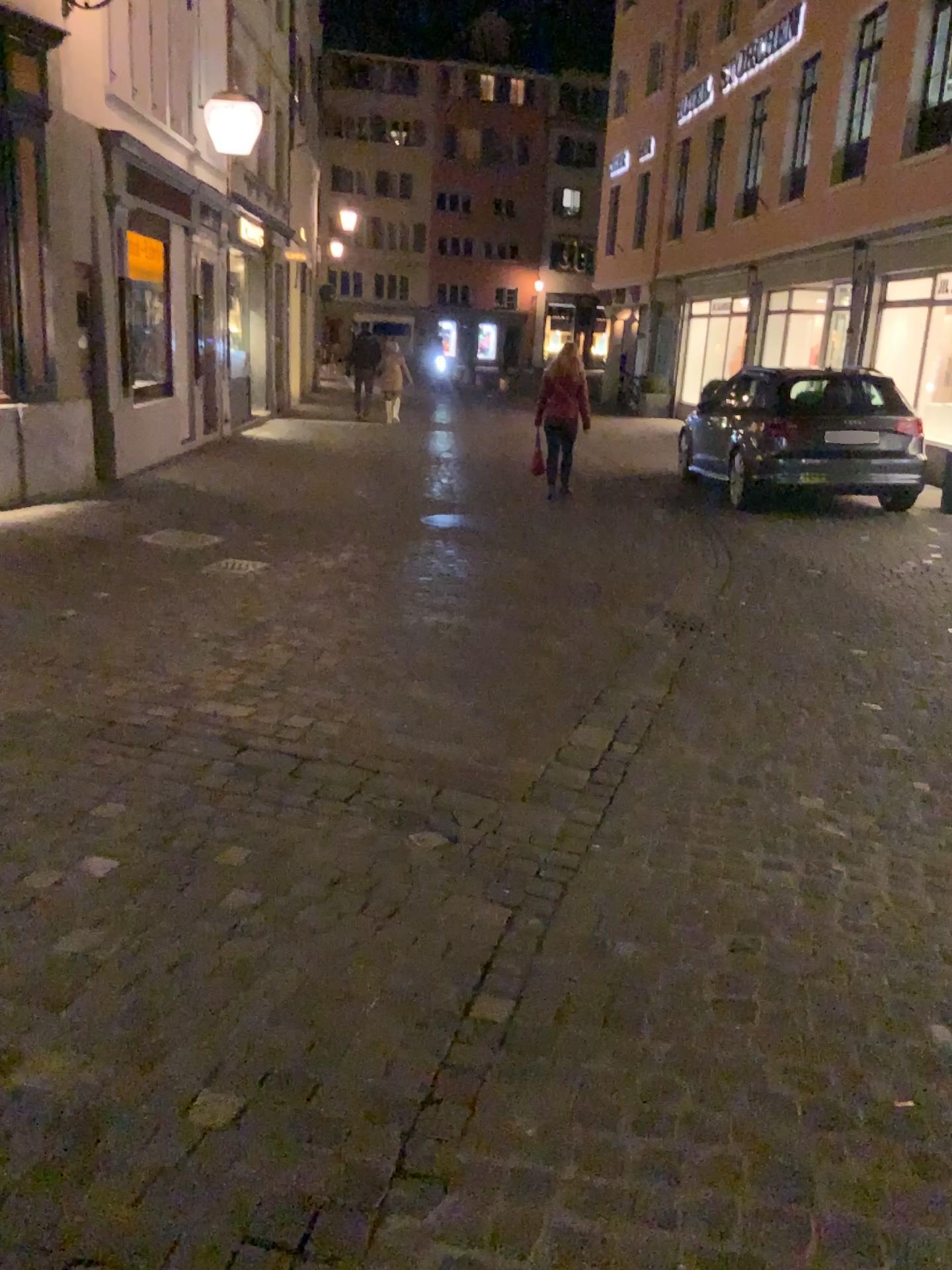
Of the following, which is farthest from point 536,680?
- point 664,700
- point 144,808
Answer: point 144,808
